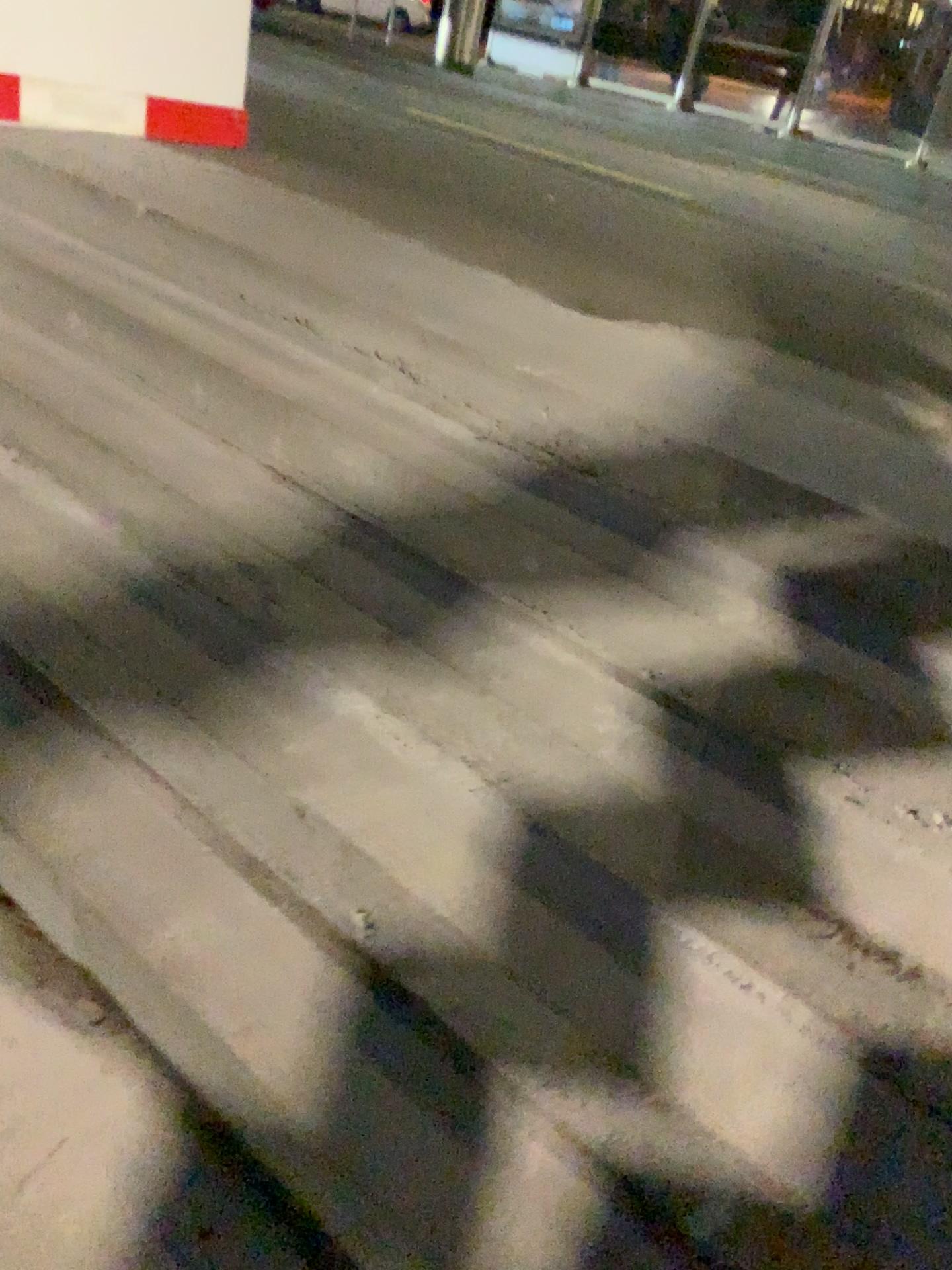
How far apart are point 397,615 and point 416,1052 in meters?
0.7 m
